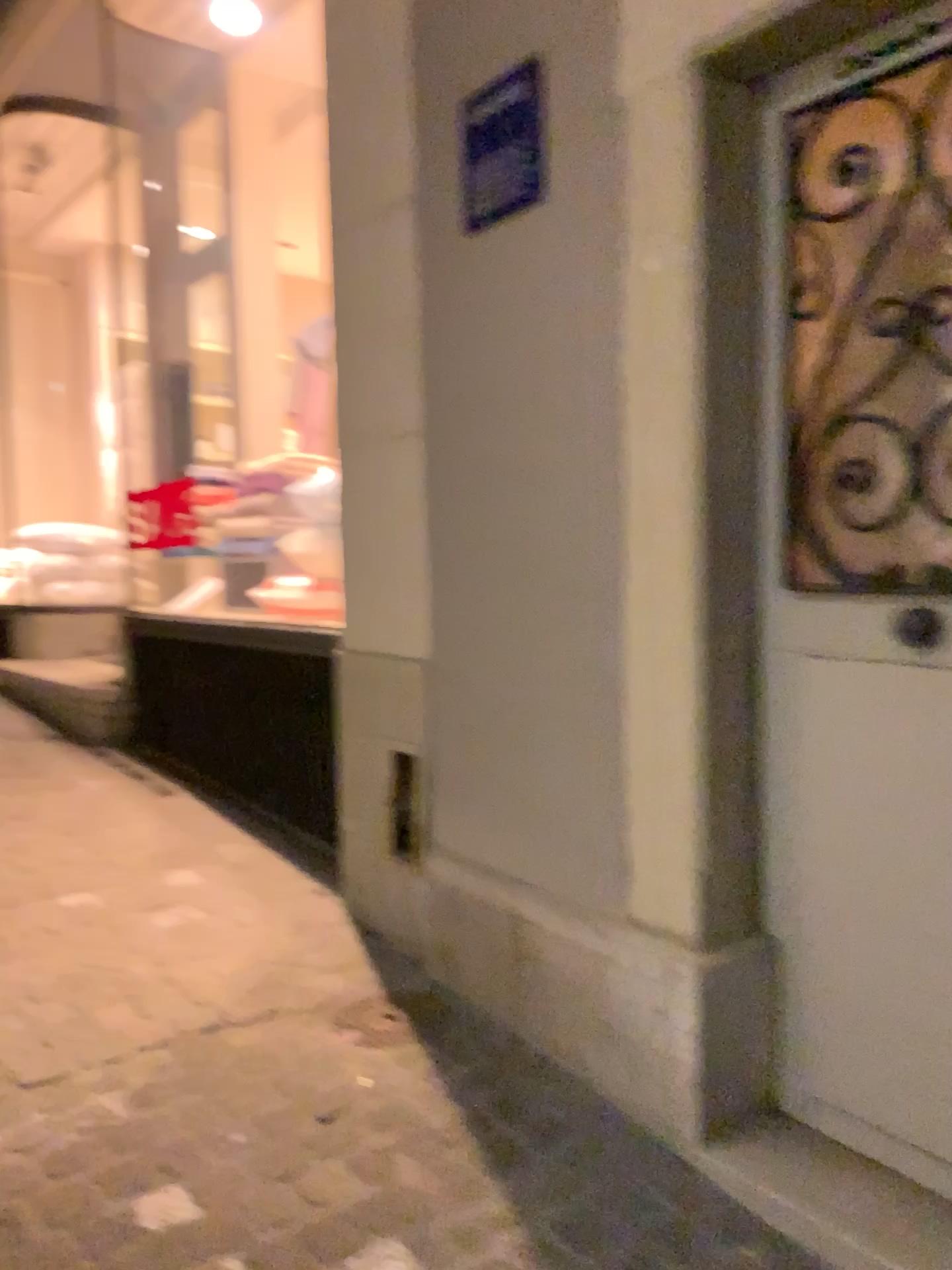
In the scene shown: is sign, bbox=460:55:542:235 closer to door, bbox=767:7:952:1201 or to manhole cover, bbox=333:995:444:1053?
door, bbox=767:7:952:1201

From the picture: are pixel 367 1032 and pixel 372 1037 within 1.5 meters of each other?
yes

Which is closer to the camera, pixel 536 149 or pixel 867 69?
pixel 867 69

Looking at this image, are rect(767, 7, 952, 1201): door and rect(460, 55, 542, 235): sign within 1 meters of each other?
yes

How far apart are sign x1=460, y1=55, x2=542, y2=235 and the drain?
1.68m

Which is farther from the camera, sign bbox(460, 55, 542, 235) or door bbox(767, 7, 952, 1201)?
sign bbox(460, 55, 542, 235)

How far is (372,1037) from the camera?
2.19m

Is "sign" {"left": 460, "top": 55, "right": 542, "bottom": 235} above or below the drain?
above

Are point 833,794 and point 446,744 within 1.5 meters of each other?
yes

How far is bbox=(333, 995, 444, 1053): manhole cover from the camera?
2.21m
